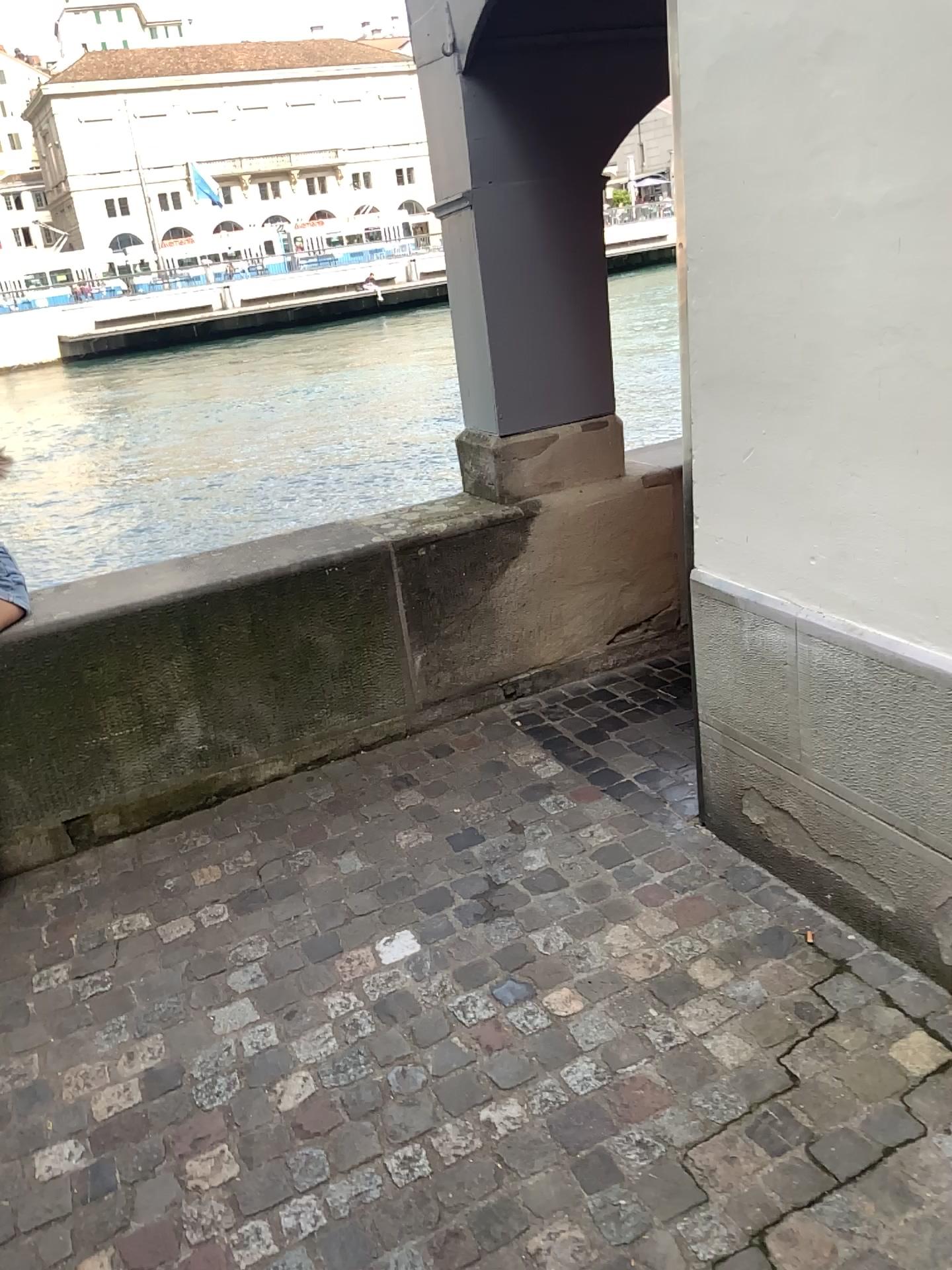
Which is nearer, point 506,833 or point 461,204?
point 506,833
